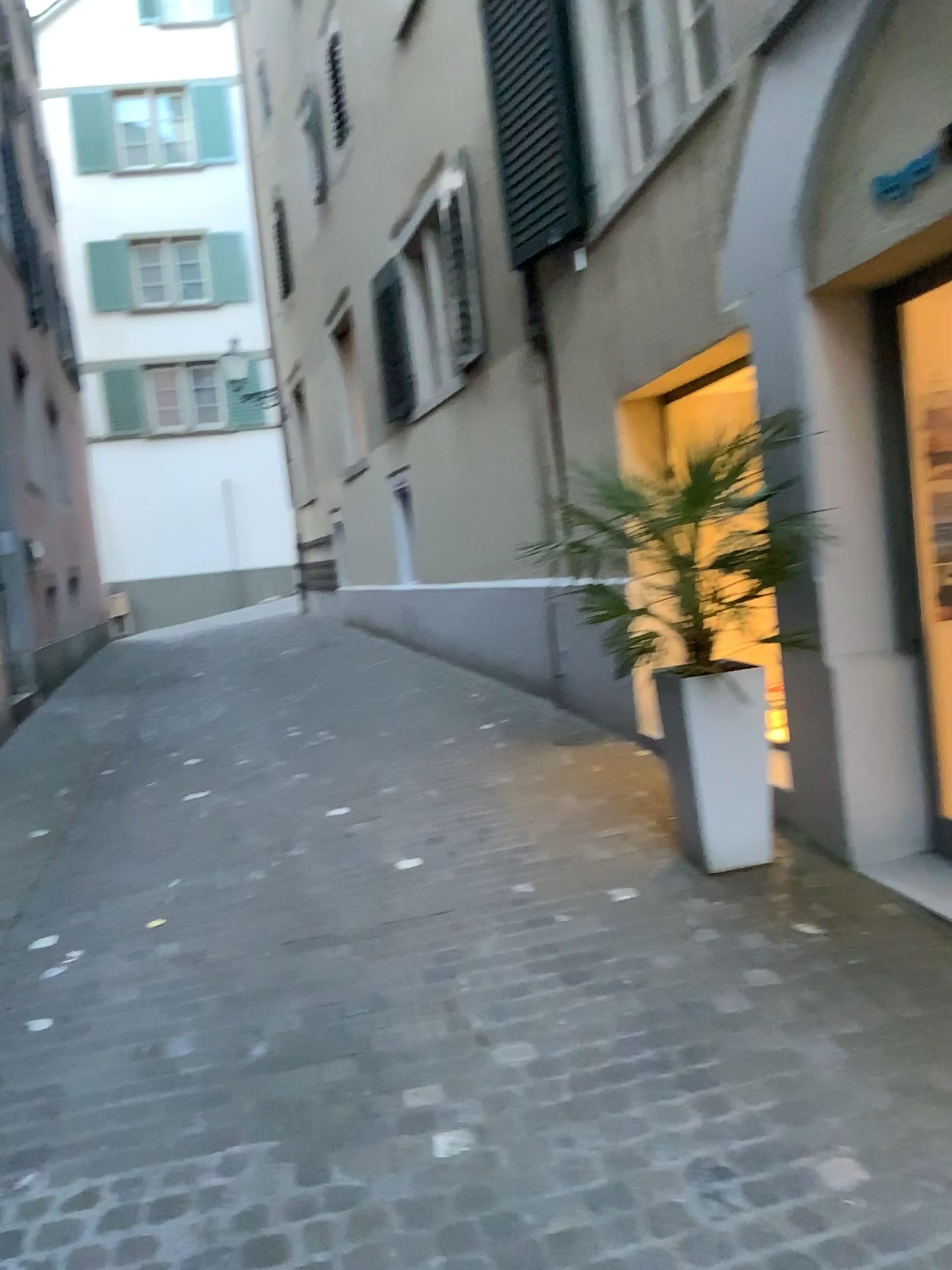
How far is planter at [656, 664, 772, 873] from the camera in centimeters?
367cm

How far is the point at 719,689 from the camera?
3.7 meters

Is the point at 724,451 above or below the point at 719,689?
above

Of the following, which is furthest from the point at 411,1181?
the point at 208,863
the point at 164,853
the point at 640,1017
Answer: the point at 164,853
